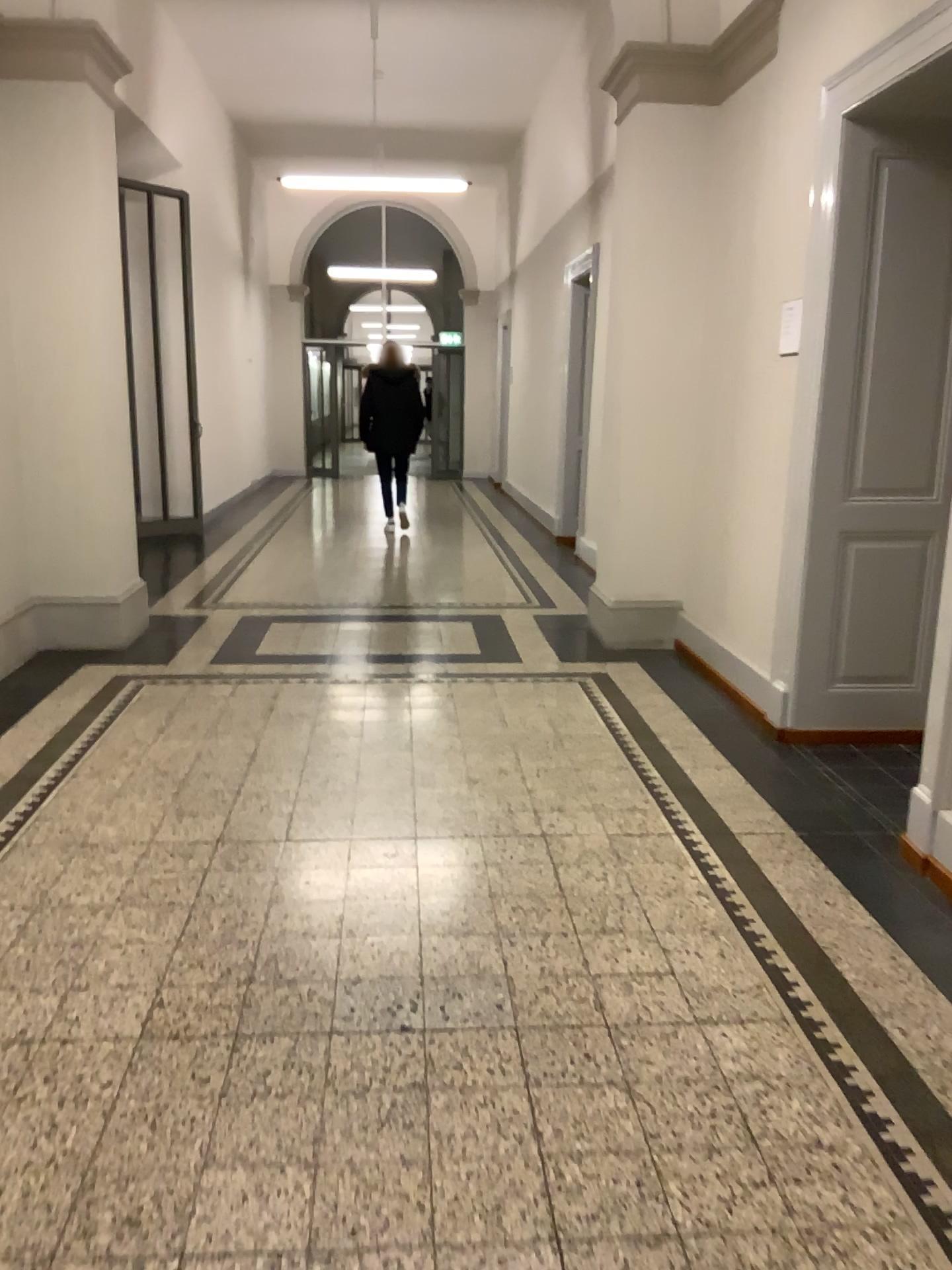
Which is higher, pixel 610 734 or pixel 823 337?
pixel 823 337

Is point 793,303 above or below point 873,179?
below
